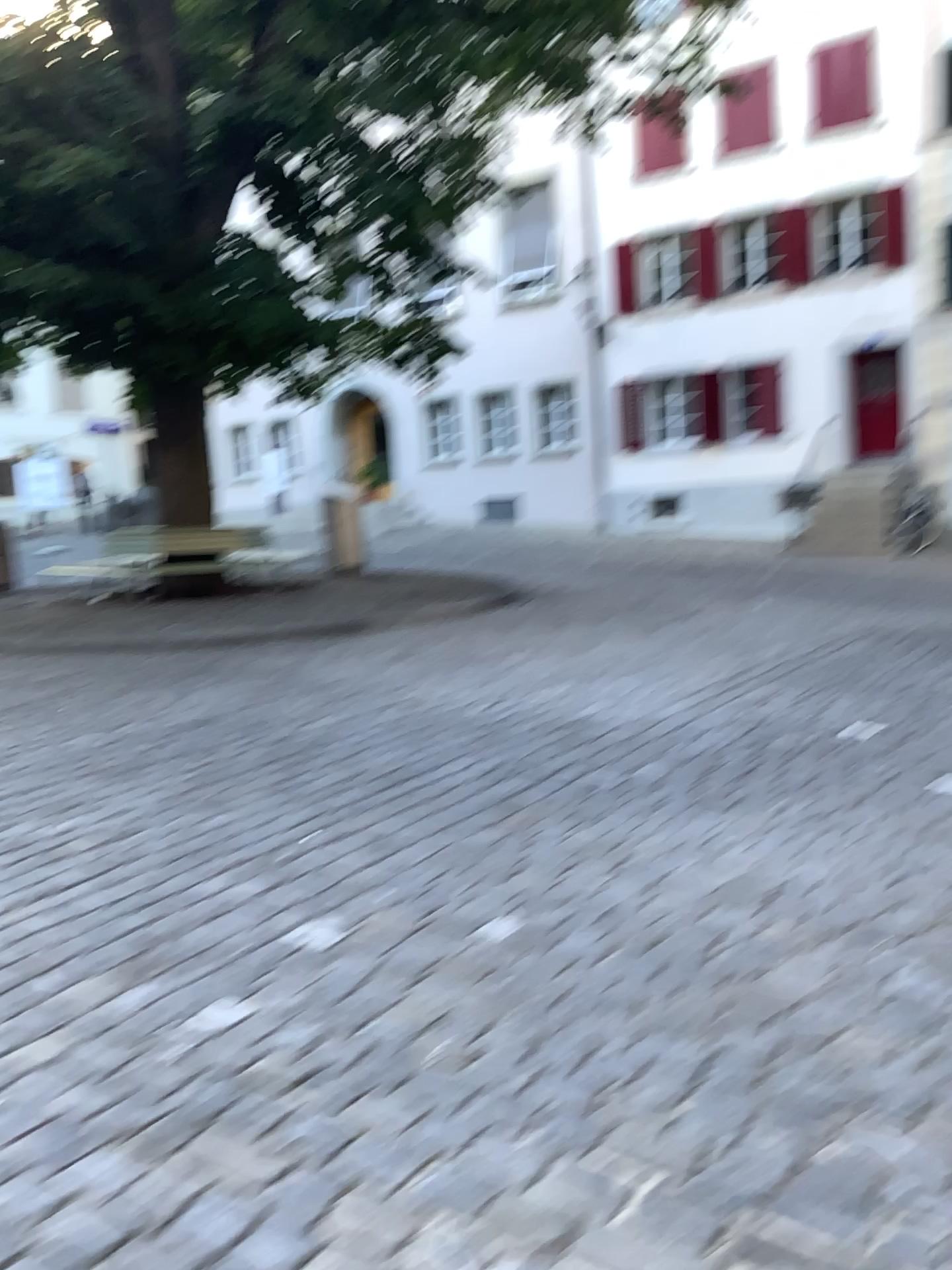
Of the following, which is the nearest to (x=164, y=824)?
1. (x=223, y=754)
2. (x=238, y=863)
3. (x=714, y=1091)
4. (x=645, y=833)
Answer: (x=238, y=863)
